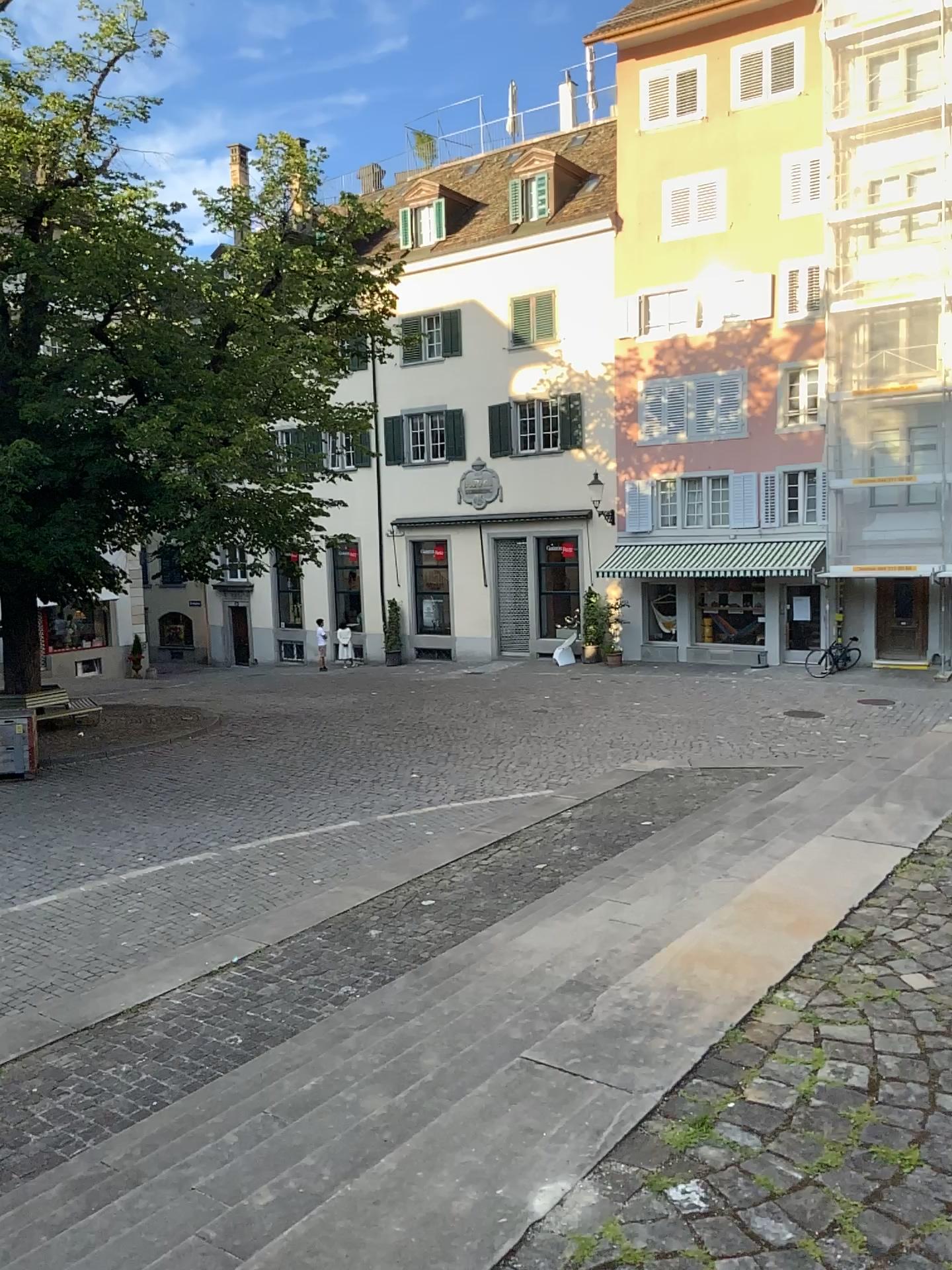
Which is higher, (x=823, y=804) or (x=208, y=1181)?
(x=823, y=804)
